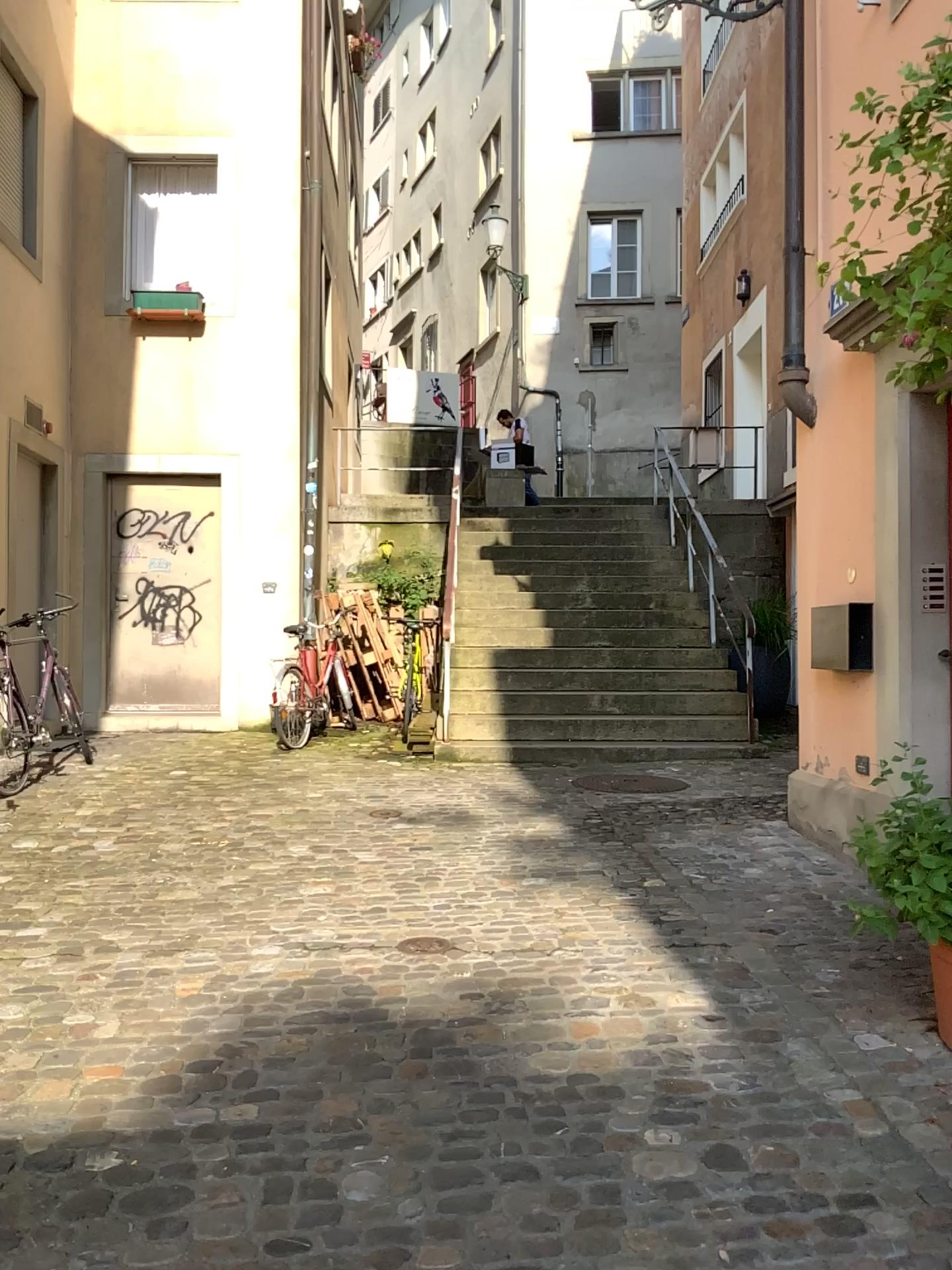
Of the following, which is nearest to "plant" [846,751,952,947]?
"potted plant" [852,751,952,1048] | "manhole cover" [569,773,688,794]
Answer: "potted plant" [852,751,952,1048]

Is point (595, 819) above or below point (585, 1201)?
above

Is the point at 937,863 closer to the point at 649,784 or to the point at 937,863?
the point at 937,863

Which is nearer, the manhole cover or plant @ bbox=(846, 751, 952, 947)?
plant @ bbox=(846, 751, 952, 947)

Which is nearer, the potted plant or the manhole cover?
the potted plant

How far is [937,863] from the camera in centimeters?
255cm

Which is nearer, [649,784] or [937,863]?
[937,863]

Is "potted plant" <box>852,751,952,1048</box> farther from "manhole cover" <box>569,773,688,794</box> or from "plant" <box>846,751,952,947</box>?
"manhole cover" <box>569,773,688,794</box>

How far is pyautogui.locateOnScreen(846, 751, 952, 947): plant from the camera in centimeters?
255cm
